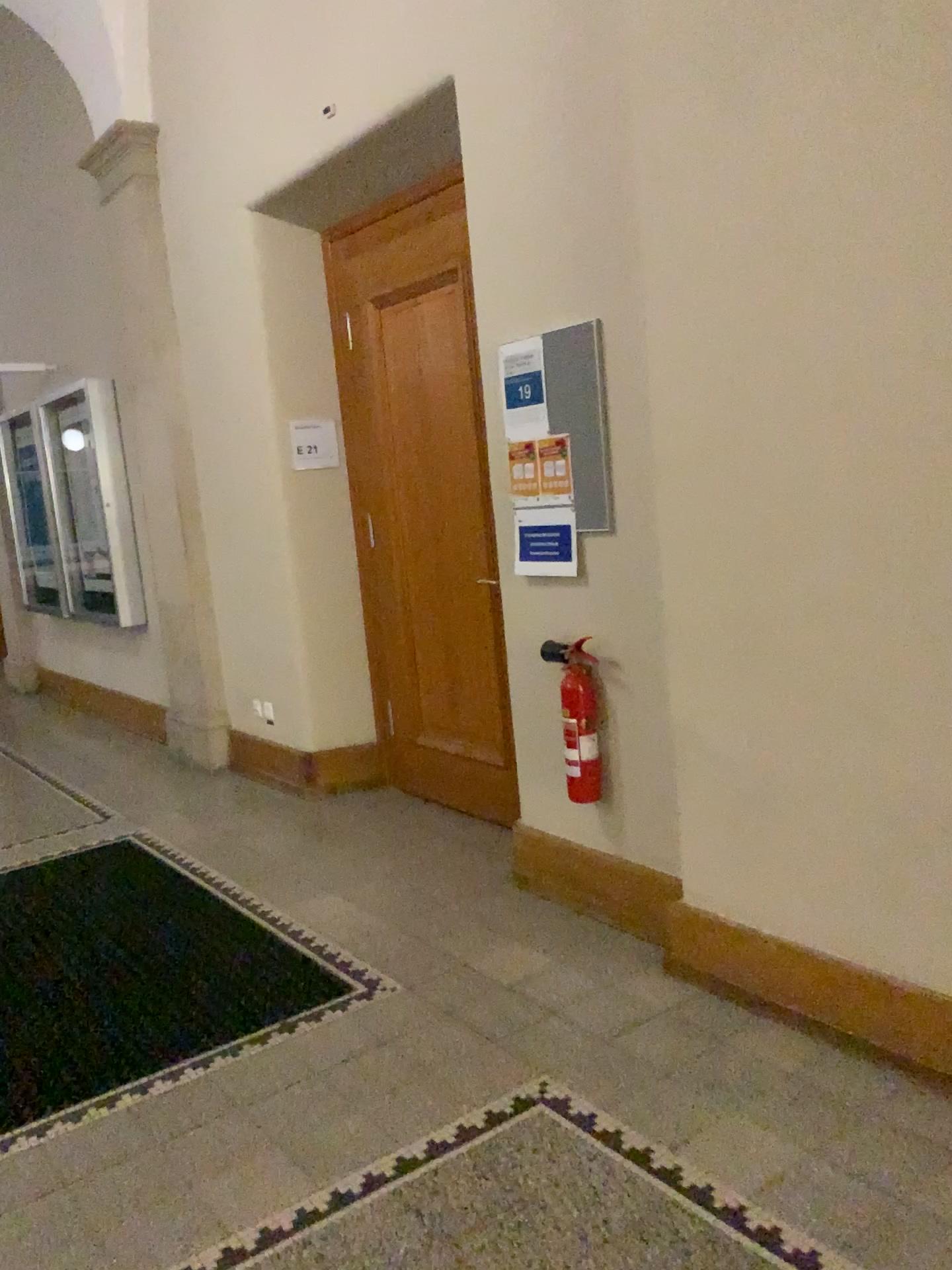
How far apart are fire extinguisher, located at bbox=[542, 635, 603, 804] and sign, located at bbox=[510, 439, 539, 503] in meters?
0.5

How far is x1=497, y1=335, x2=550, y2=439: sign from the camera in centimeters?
325cm

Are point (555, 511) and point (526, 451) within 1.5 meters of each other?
yes

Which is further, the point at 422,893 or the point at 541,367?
the point at 422,893

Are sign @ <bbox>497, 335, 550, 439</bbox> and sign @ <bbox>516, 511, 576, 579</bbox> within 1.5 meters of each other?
yes

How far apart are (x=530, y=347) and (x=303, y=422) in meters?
1.8 m

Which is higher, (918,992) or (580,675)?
(580,675)

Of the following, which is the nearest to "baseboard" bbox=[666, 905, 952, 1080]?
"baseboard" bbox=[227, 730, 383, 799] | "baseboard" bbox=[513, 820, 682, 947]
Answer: "baseboard" bbox=[513, 820, 682, 947]

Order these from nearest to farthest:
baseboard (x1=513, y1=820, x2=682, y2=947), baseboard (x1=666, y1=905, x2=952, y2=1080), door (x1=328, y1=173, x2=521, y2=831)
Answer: baseboard (x1=666, y1=905, x2=952, y2=1080) < baseboard (x1=513, y1=820, x2=682, y2=947) < door (x1=328, y1=173, x2=521, y2=831)

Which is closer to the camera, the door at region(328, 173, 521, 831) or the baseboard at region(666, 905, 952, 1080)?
the baseboard at region(666, 905, 952, 1080)
